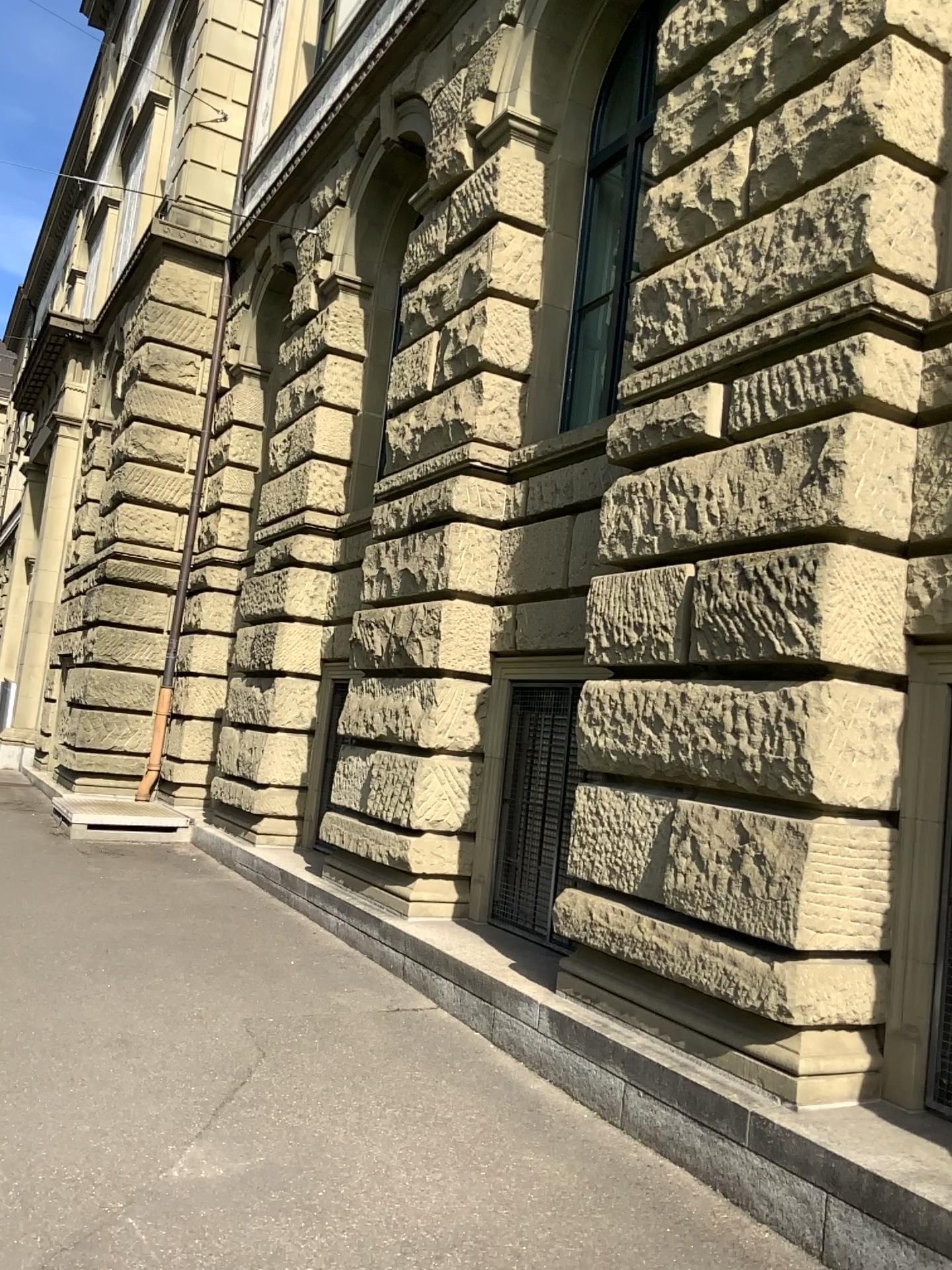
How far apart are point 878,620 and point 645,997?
1.89m
